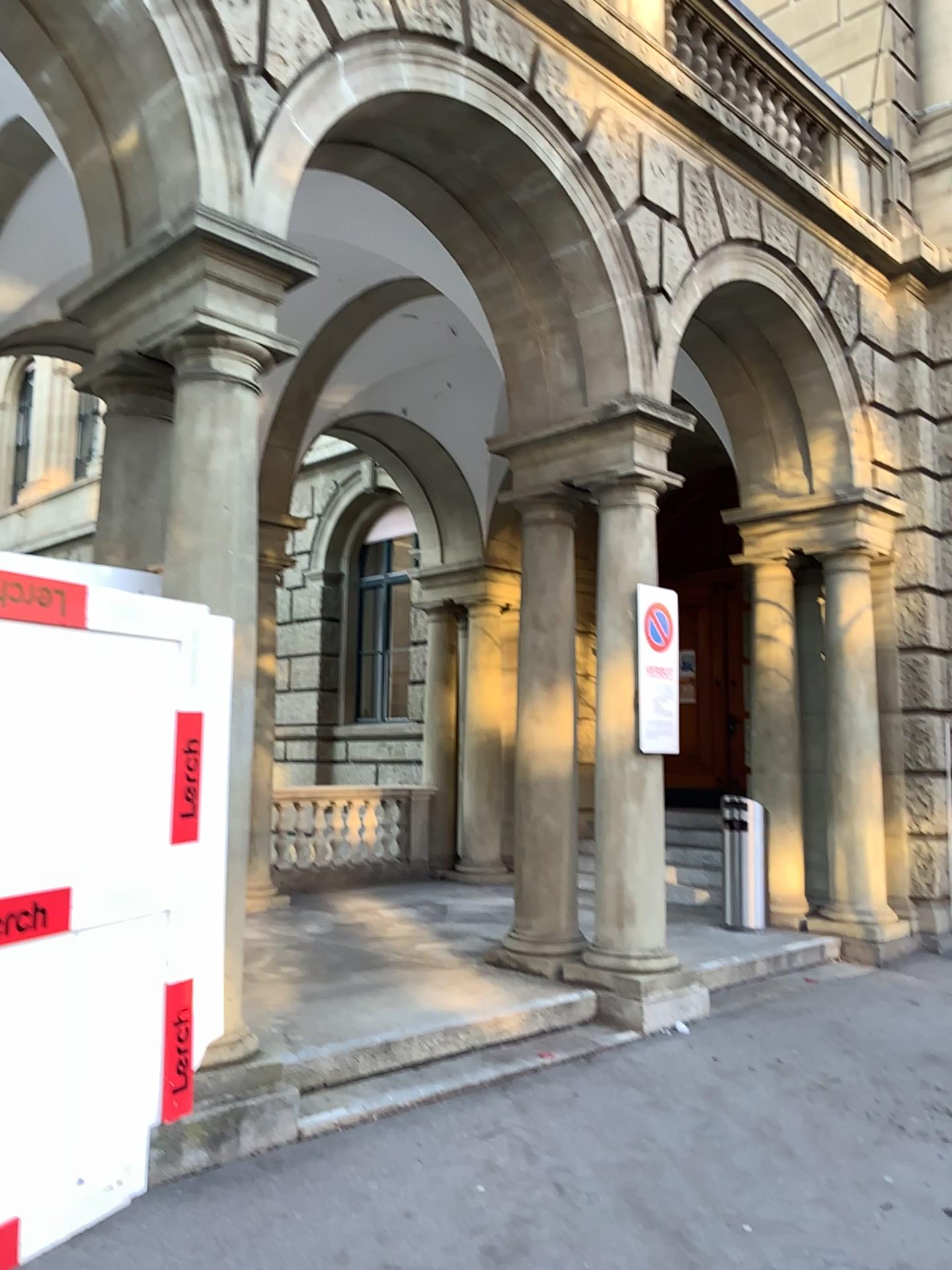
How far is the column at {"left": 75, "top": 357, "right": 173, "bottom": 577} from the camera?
4.77m

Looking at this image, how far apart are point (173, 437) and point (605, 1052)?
3.6 meters

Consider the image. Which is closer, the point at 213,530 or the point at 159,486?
the point at 213,530

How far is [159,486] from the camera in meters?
4.8 m

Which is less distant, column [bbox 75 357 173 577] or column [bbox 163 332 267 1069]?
column [bbox 163 332 267 1069]

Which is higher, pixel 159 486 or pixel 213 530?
pixel 159 486
